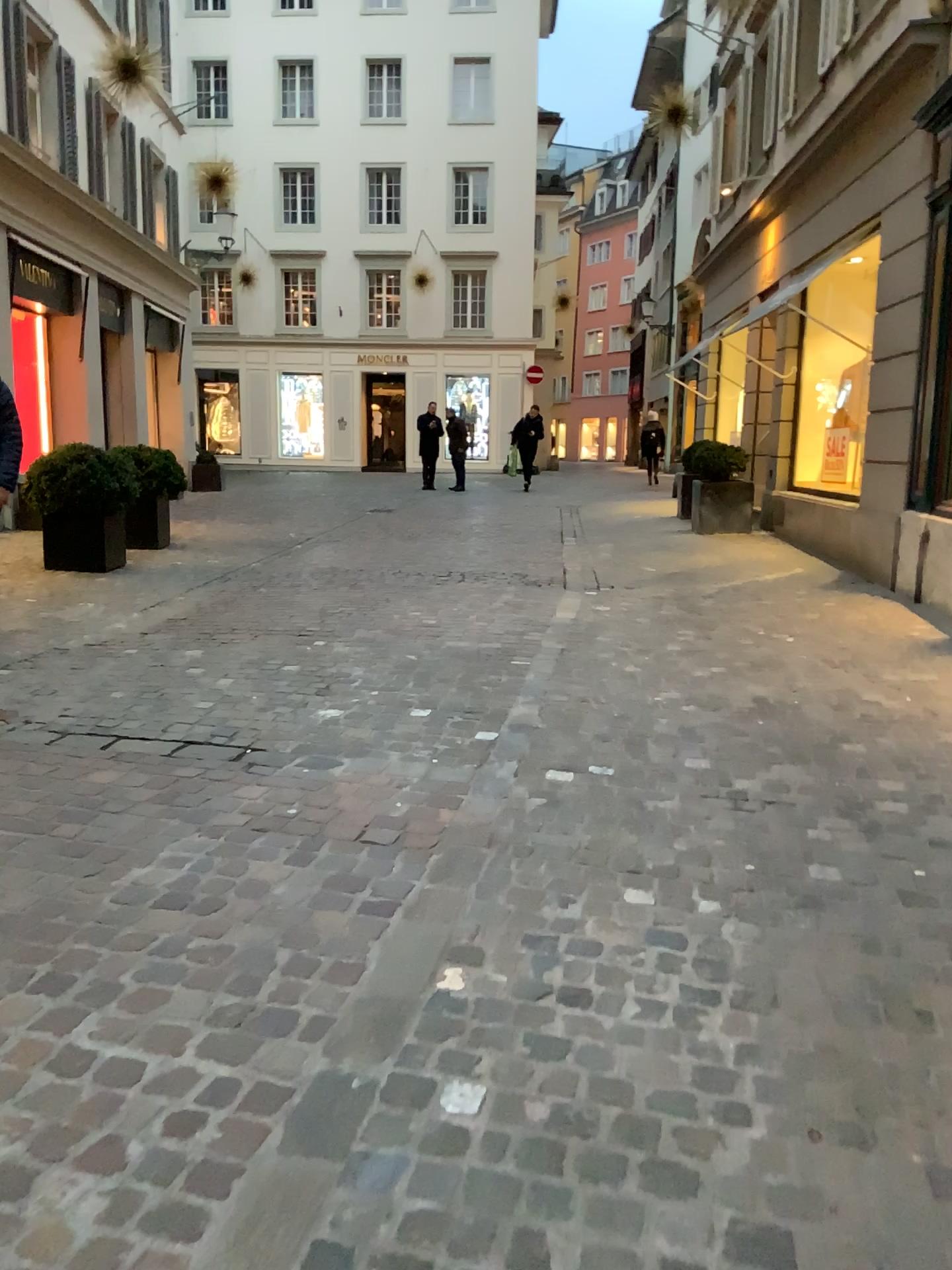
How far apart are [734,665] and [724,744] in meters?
1.3 m
